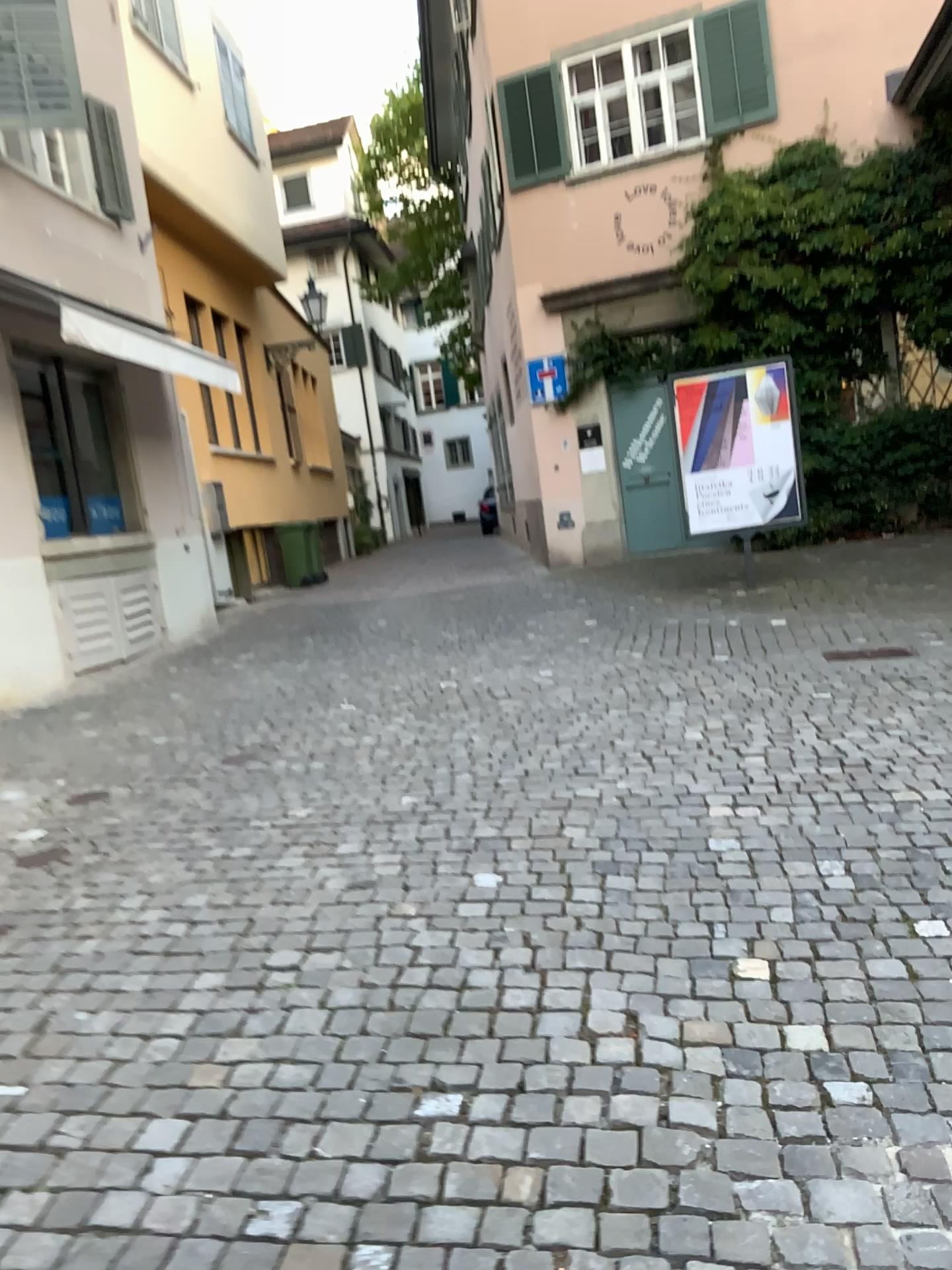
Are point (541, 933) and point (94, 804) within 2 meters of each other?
no
